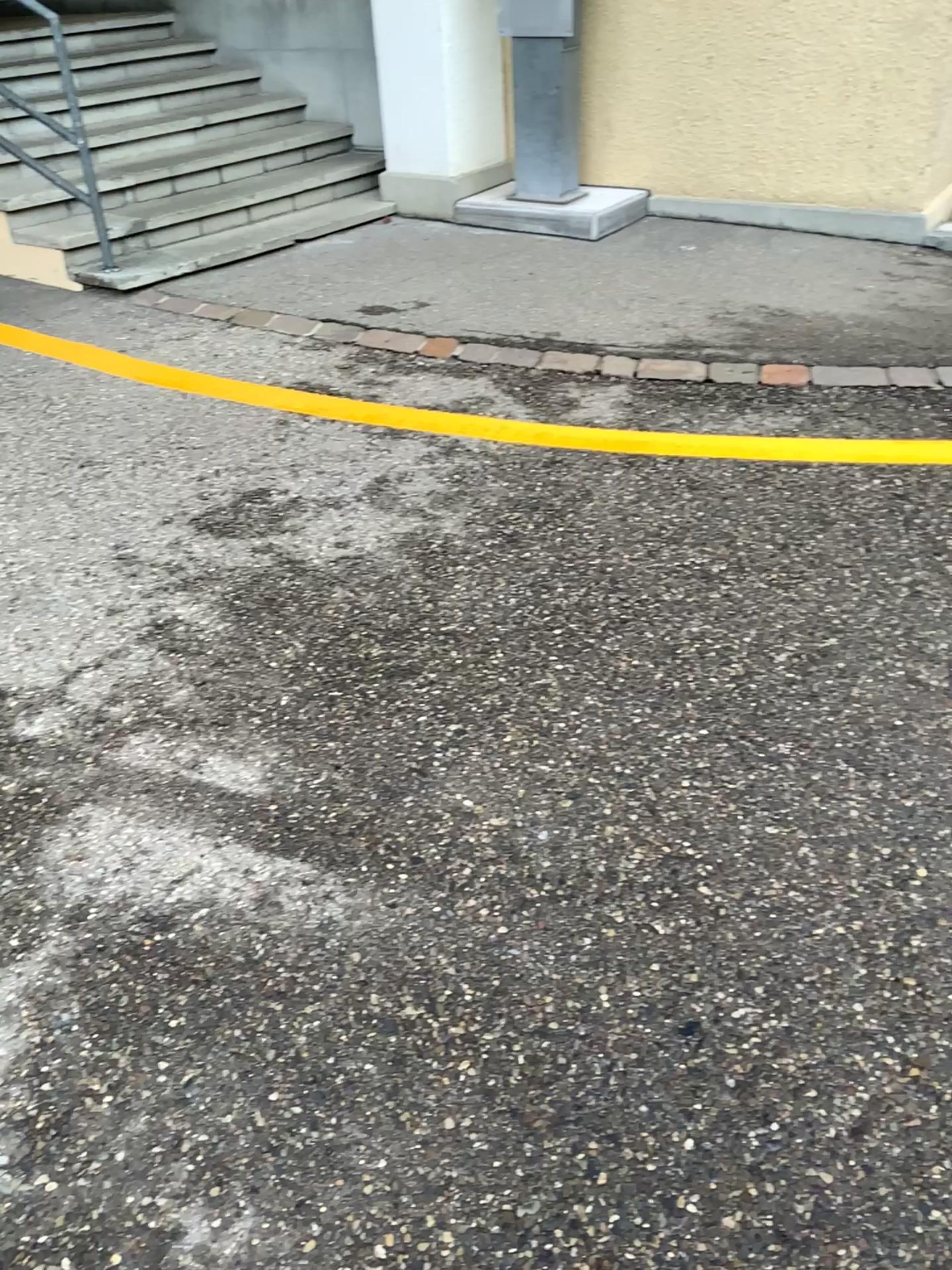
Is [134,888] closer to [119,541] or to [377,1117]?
[377,1117]
